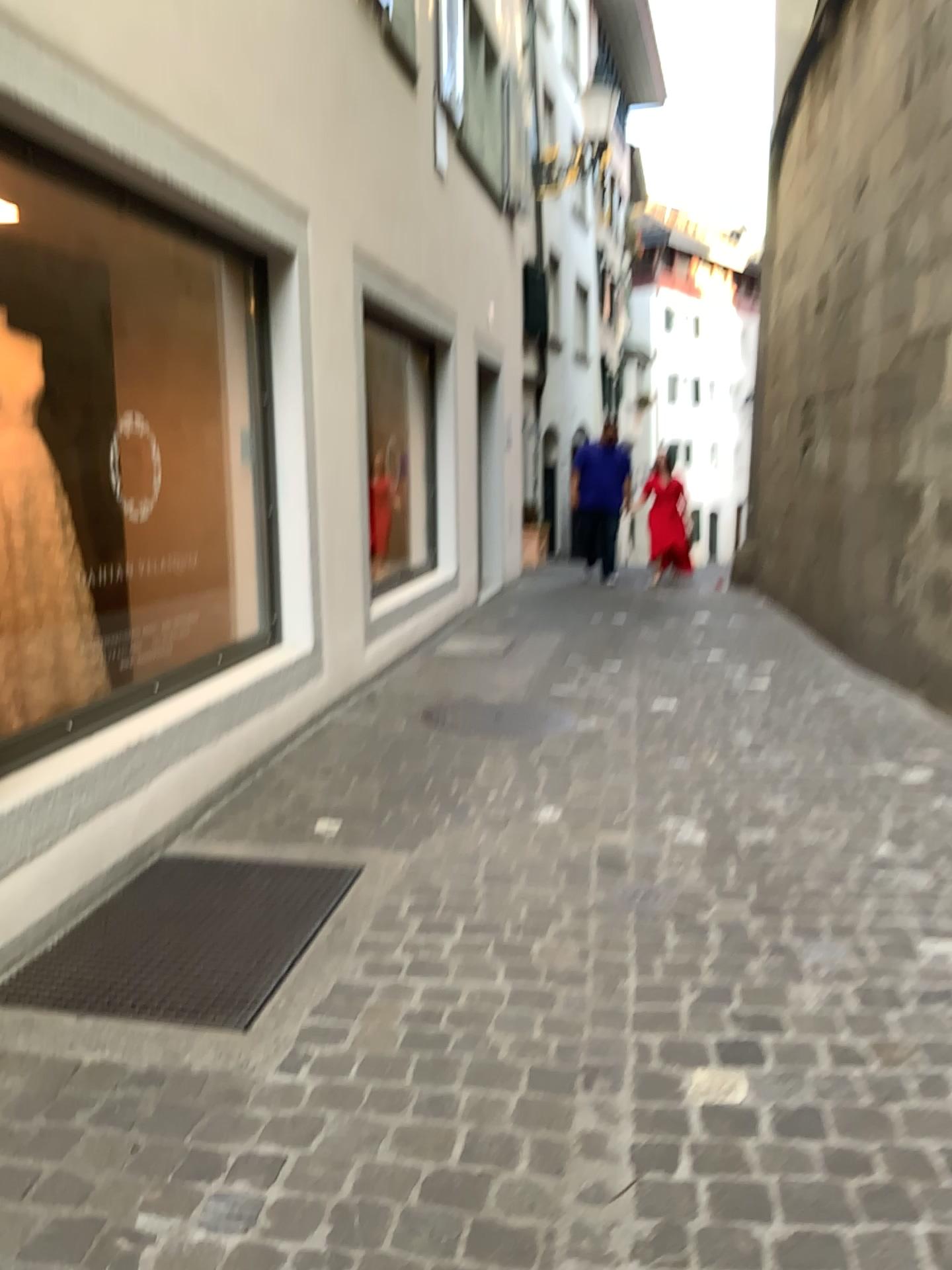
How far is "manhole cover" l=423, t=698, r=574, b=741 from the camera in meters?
4.7

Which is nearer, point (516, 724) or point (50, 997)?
point (50, 997)

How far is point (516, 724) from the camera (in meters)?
4.69

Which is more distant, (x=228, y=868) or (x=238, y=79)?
(x=238, y=79)

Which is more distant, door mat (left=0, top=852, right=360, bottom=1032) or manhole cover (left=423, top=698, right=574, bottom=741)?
manhole cover (left=423, top=698, right=574, bottom=741)
